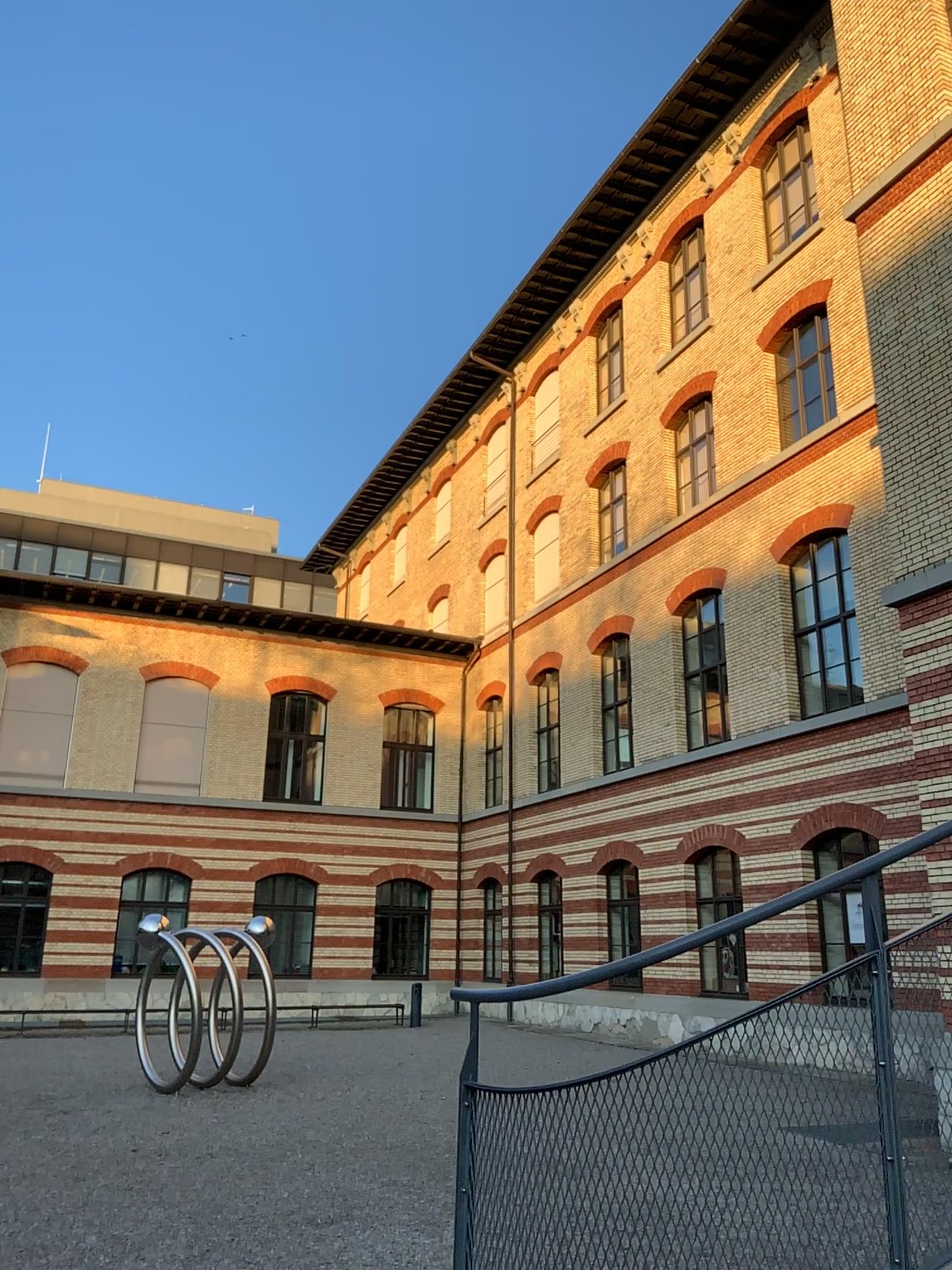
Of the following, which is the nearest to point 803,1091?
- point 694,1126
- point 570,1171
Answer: point 694,1126
